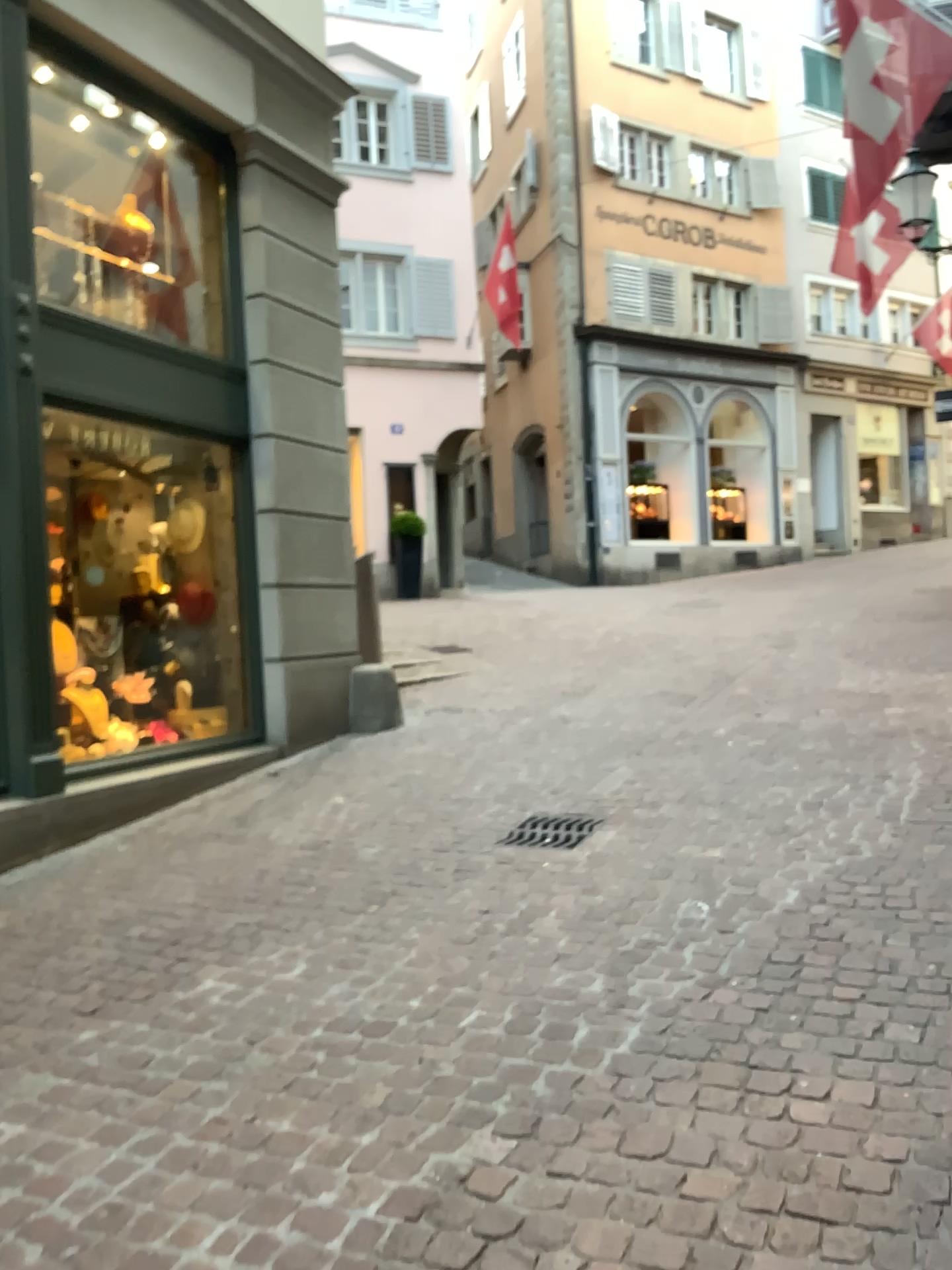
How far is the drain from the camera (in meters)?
4.55

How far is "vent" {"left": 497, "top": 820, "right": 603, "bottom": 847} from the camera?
4.55m

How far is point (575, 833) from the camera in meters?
4.6 m

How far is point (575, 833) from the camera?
4.6 meters

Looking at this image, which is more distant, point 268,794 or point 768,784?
point 268,794
